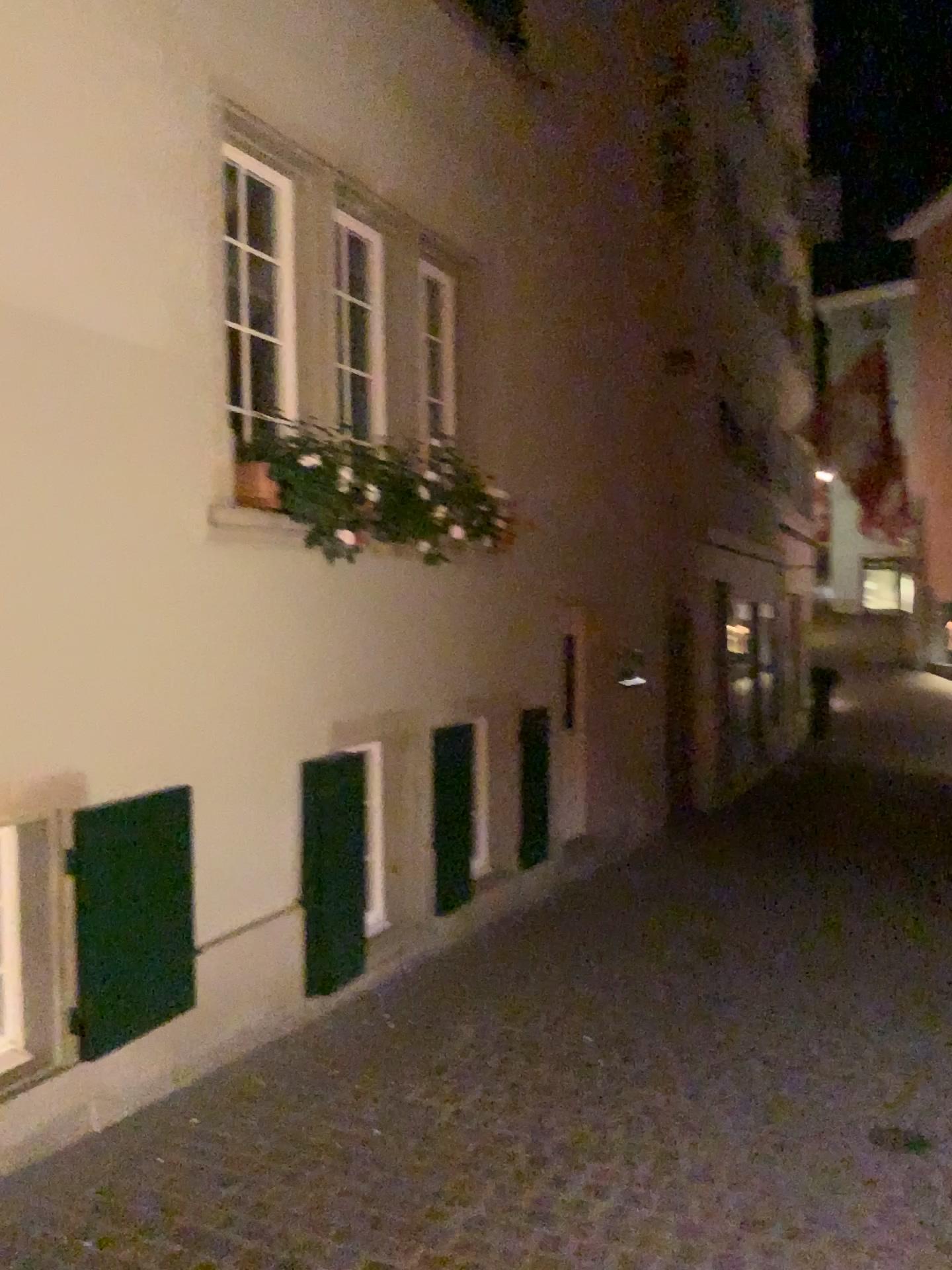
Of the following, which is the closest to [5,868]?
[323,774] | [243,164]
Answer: [323,774]

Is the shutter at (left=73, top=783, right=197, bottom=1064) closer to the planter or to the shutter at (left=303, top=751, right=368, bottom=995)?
the shutter at (left=303, top=751, right=368, bottom=995)

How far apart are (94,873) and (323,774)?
1.2 meters

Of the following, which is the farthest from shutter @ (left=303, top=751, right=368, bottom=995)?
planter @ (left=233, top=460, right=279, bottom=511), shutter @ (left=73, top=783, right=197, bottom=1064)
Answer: planter @ (left=233, top=460, right=279, bottom=511)

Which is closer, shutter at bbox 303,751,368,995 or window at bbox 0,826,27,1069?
window at bbox 0,826,27,1069

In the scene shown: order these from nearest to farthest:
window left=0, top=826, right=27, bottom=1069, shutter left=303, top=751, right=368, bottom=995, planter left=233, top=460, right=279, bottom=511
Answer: window left=0, top=826, right=27, bottom=1069 → planter left=233, top=460, right=279, bottom=511 → shutter left=303, top=751, right=368, bottom=995

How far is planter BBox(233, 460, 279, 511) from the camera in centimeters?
422cm

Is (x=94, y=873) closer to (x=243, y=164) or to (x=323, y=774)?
(x=323, y=774)

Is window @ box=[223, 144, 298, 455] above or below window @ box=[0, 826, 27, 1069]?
above

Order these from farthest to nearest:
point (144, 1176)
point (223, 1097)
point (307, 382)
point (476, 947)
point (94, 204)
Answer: point (476, 947)
point (307, 382)
point (223, 1097)
point (94, 204)
point (144, 1176)
